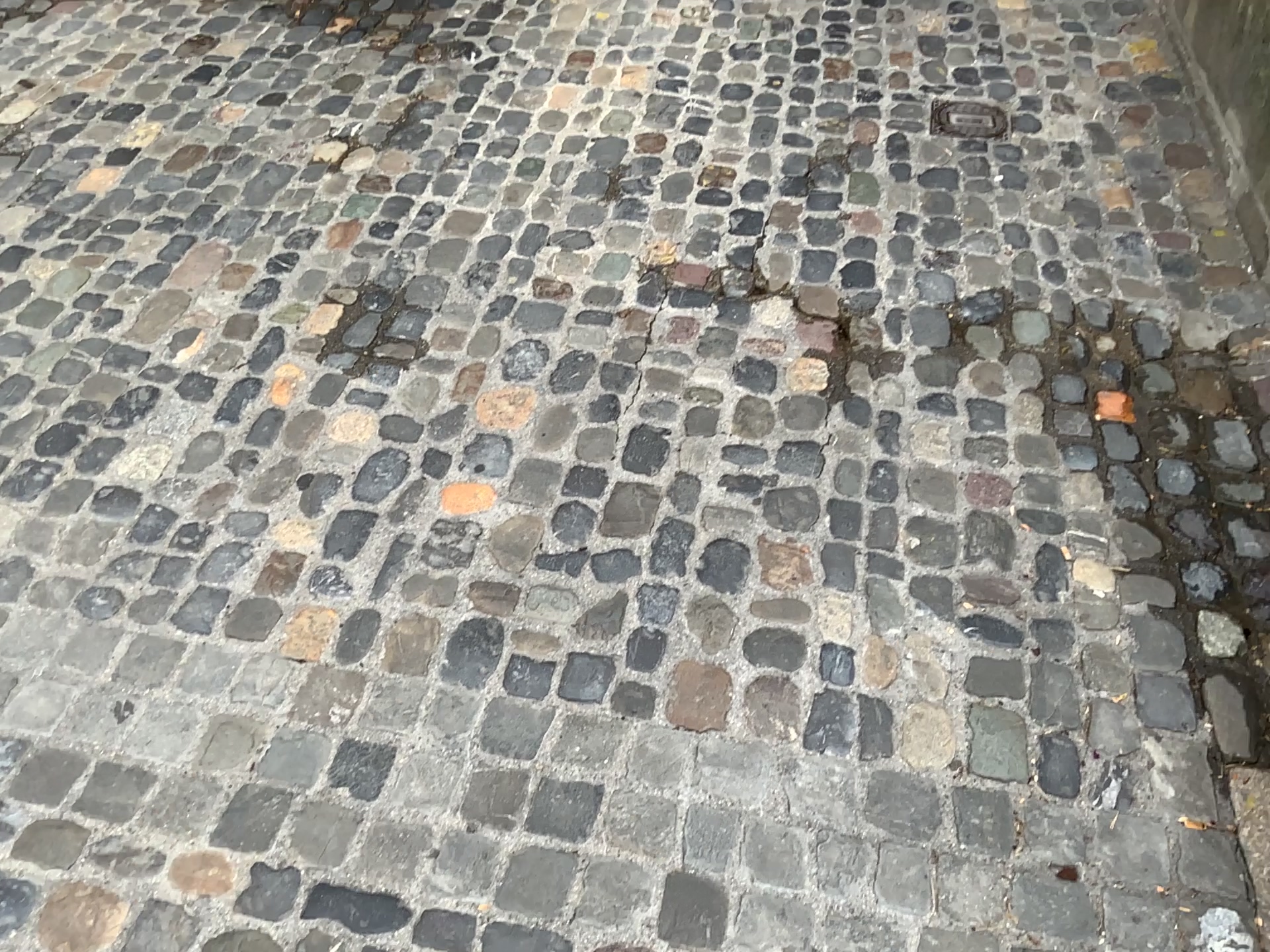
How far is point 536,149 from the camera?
Result: 2.8 meters

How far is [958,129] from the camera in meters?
2.9 m

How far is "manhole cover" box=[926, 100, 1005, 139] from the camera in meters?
2.9 m
